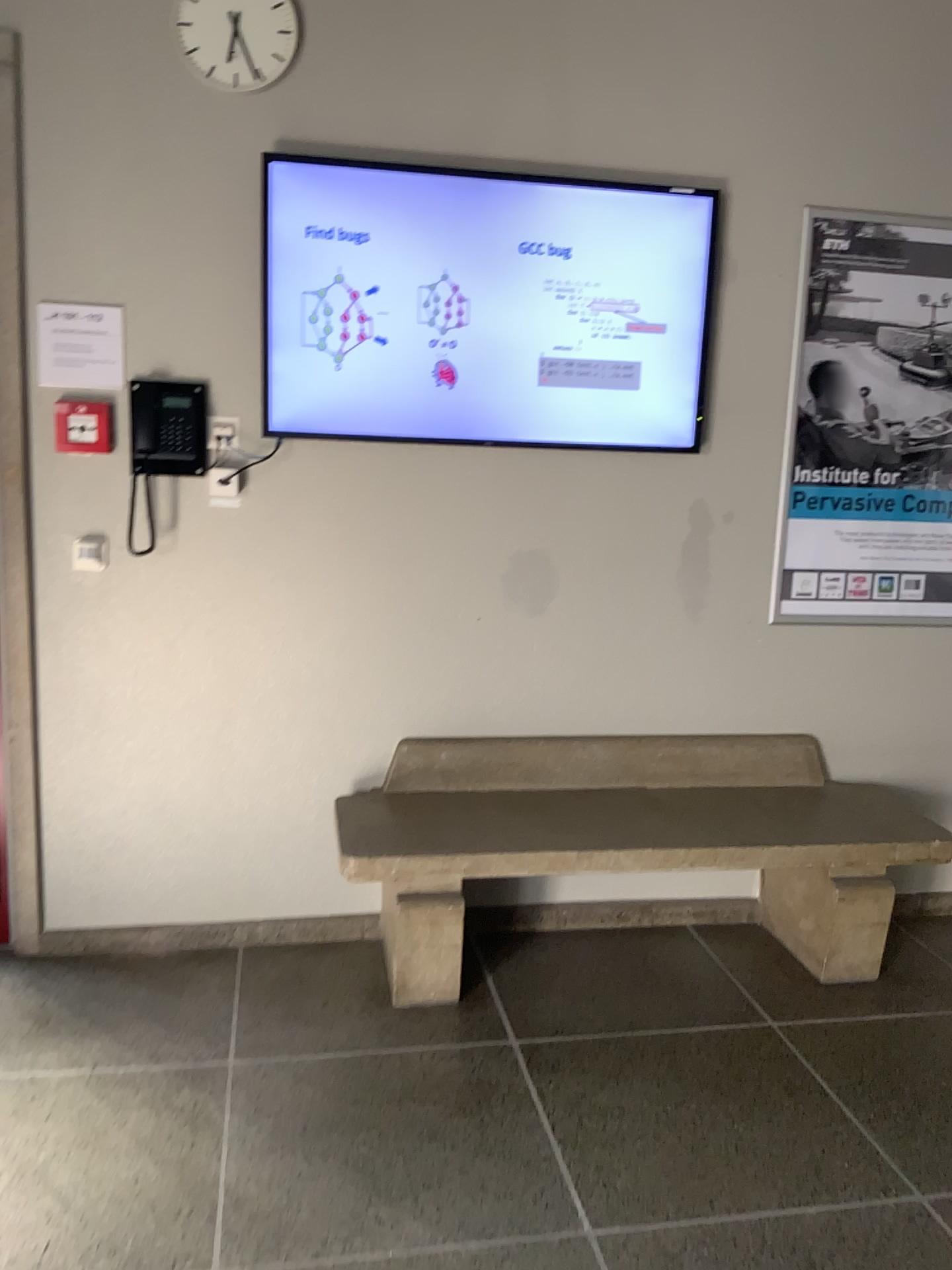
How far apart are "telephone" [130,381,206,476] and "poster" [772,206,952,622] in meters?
1.7 m

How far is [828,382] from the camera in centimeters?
321cm

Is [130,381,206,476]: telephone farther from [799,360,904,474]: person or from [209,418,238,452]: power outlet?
[799,360,904,474]: person

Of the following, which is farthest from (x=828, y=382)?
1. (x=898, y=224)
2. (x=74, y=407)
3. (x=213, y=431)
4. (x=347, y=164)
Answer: (x=74, y=407)

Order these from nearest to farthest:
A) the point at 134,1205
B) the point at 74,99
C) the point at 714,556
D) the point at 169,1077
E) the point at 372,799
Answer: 1. the point at 134,1205
2. the point at 169,1077
3. the point at 74,99
4. the point at 372,799
5. the point at 714,556

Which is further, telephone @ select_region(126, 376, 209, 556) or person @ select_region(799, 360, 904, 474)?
person @ select_region(799, 360, 904, 474)

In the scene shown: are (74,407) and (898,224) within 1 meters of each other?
no

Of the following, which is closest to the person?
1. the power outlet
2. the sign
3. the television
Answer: the television

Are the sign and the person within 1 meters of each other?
no

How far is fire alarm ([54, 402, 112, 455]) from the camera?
2.84m
